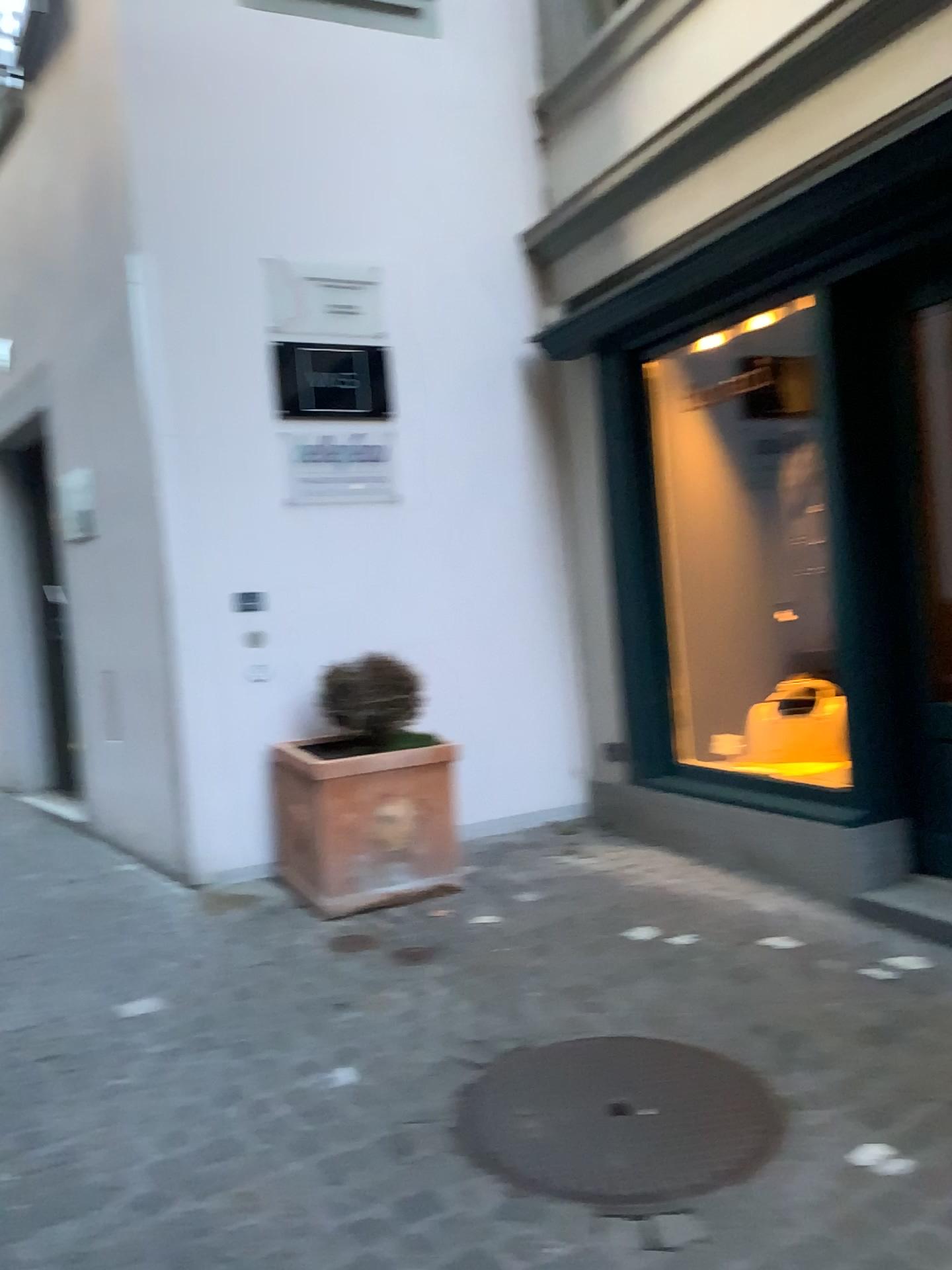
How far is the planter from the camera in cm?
378

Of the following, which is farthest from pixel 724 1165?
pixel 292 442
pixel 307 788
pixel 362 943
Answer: pixel 292 442

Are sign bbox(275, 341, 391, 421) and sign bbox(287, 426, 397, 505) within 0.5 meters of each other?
yes

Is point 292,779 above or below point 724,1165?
above

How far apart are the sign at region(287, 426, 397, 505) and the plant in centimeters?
76cm

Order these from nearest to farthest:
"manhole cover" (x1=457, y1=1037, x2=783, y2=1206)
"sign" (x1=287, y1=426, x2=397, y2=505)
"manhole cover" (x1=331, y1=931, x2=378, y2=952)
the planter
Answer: "manhole cover" (x1=457, y1=1037, x2=783, y2=1206) → "manhole cover" (x1=331, y1=931, x2=378, y2=952) → the planter → "sign" (x1=287, y1=426, x2=397, y2=505)

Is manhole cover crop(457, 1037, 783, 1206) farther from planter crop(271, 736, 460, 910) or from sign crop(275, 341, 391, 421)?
sign crop(275, 341, 391, 421)

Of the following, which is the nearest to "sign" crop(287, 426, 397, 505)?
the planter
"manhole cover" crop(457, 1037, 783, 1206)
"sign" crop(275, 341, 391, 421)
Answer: "sign" crop(275, 341, 391, 421)

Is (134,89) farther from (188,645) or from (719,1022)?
(719,1022)

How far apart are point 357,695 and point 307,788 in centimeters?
43cm
